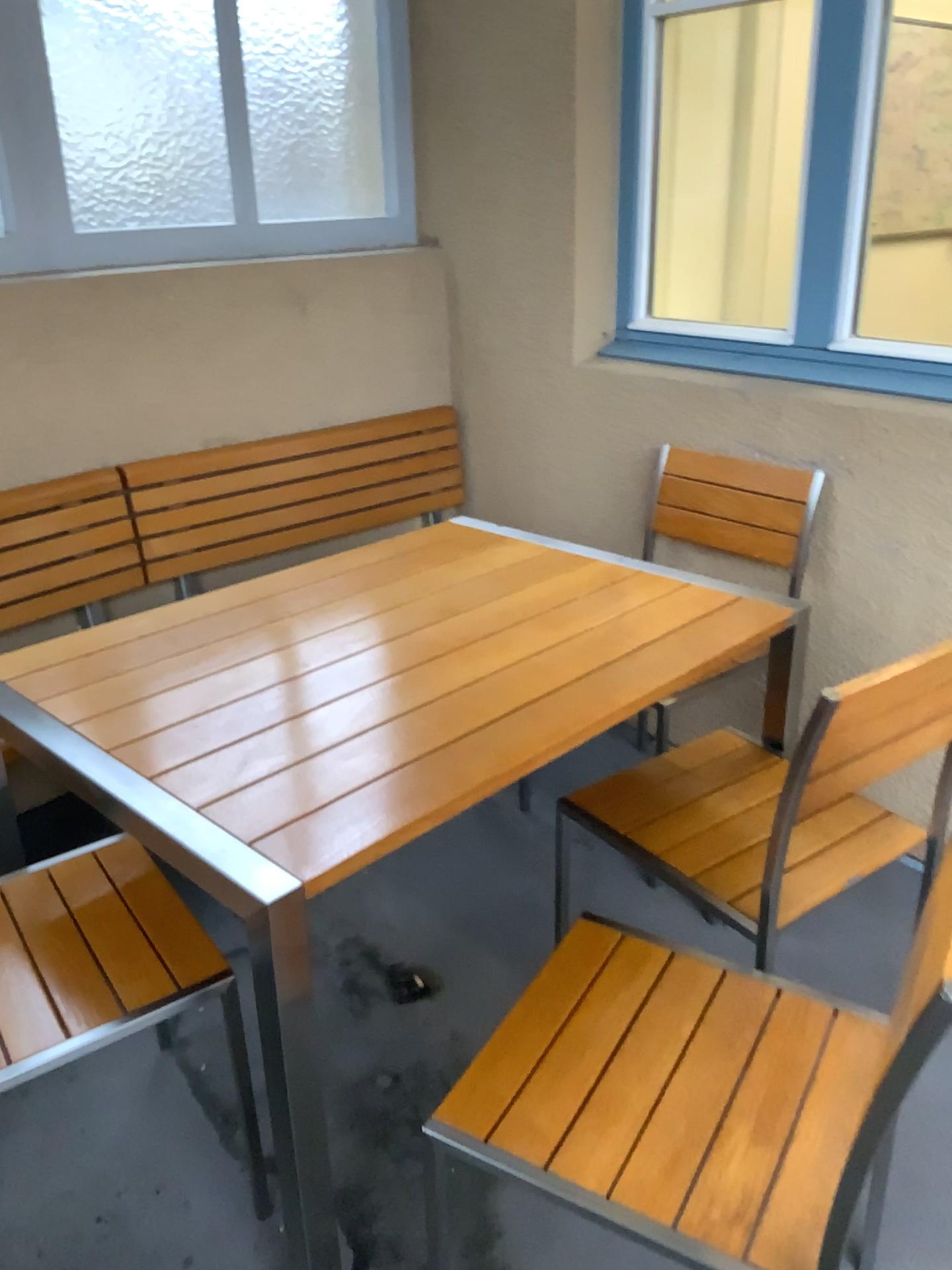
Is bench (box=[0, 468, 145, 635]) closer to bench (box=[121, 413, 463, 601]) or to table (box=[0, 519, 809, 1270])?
bench (box=[121, 413, 463, 601])

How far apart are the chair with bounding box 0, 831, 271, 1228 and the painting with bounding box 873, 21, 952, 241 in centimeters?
358cm

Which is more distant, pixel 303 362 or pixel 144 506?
pixel 303 362

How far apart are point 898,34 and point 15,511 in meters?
3.4 m

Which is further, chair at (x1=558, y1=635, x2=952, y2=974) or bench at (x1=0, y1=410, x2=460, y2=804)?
bench at (x1=0, y1=410, x2=460, y2=804)

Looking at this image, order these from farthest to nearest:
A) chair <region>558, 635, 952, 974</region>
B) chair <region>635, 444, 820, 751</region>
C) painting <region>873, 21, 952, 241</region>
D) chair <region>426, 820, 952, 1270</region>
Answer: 1. painting <region>873, 21, 952, 241</region>
2. chair <region>635, 444, 820, 751</region>
3. chair <region>558, 635, 952, 974</region>
4. chair <region>426, 820, 952, 1270</region>

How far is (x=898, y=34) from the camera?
3.8m

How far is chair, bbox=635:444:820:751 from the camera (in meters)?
2.40

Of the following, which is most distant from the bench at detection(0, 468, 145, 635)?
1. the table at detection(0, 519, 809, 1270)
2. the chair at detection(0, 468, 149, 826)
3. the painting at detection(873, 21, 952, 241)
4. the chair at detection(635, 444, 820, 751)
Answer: the painting at detection(873, 21, 952, 241)

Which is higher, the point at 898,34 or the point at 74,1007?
the point at 898,34
